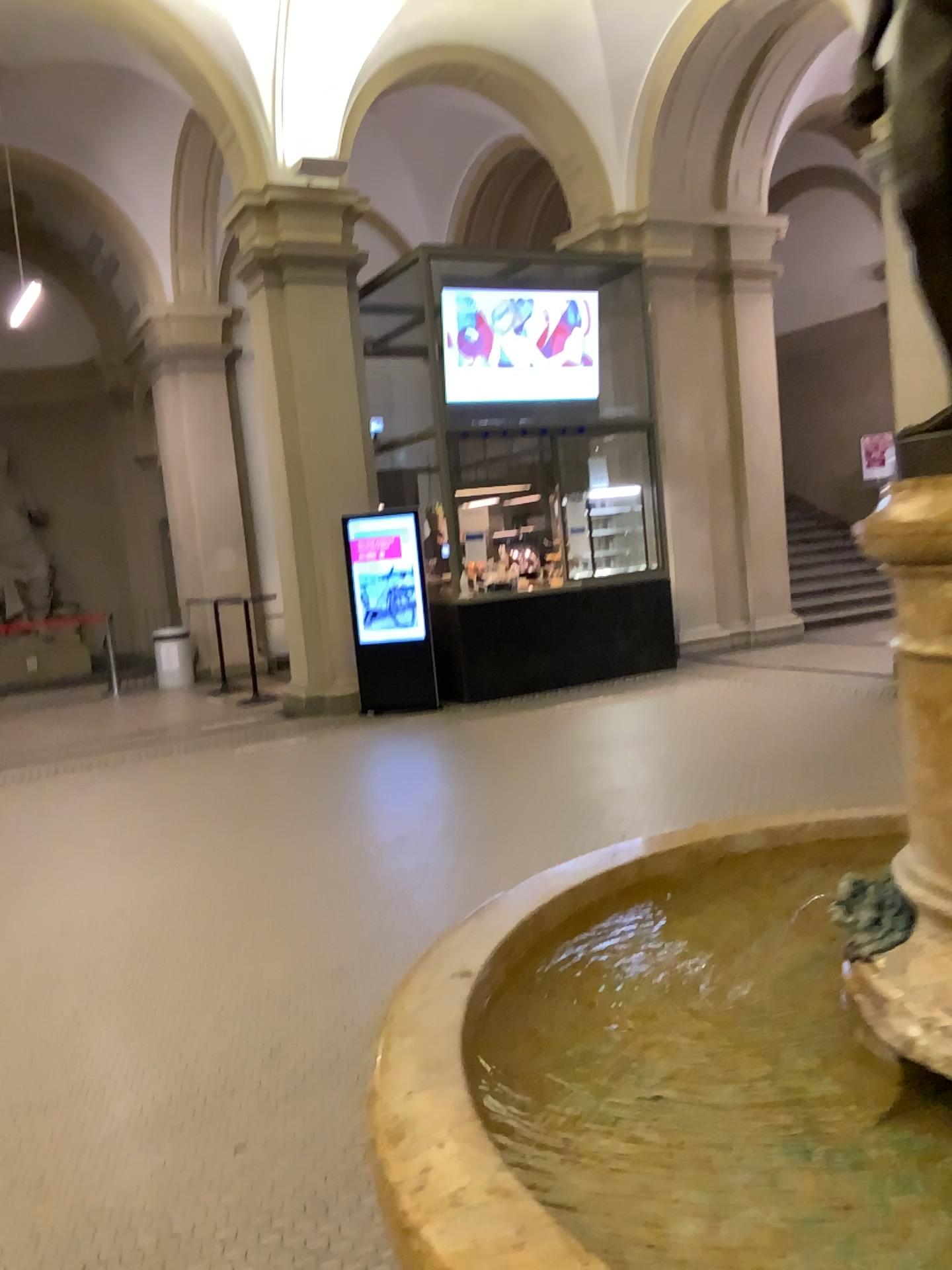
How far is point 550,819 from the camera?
5.1m
